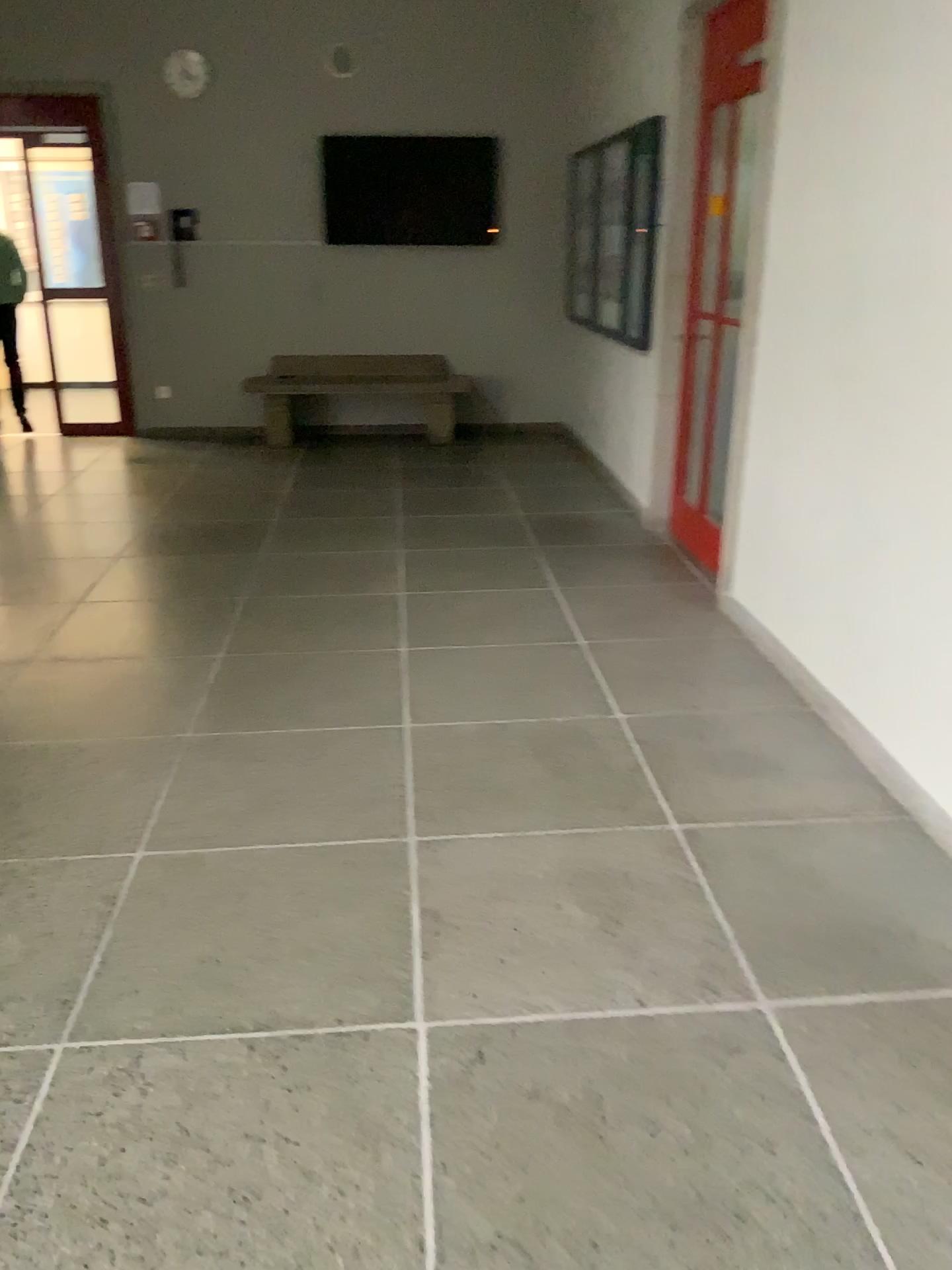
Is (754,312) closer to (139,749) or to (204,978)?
(139,749)
